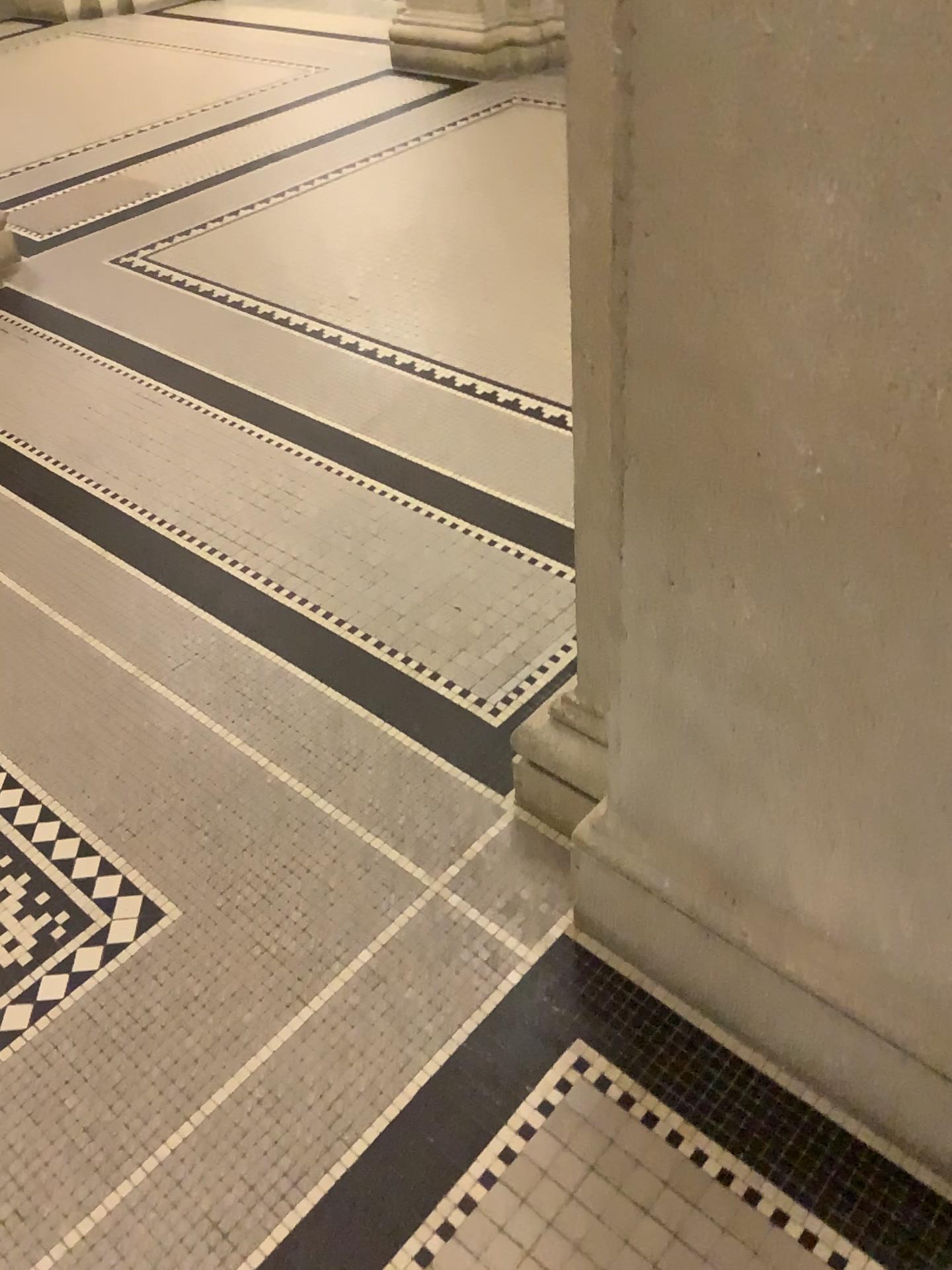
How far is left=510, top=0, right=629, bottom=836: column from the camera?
1.05m

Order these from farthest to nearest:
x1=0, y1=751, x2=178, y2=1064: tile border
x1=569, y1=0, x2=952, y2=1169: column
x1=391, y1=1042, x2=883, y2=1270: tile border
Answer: x1=0, y1=751, x2=178, y2=1064: tile border < x1=391, y1=1042, x2=883, y2=1270: tile border < x1=569, y1=0, x2=952, y2=1169: column

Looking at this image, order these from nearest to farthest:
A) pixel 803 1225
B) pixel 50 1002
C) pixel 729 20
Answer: pixel 729 20, pixel 803 1225, pixel 50 1002

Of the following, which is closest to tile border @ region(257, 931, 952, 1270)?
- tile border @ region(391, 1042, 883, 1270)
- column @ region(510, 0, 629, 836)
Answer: tile border @ region(391, 1042, 883, 1270)

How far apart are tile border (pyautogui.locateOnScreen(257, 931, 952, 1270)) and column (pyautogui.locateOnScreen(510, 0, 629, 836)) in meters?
0.4

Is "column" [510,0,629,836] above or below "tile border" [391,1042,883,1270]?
above

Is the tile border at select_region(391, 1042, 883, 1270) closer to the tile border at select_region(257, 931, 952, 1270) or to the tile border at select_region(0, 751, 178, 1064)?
the tile border at select_region(257, 931, 952, 1270)

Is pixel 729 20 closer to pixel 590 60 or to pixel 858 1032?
pixel 590 60

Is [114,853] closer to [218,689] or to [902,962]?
[218,689]

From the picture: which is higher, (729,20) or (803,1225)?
(729,20)
